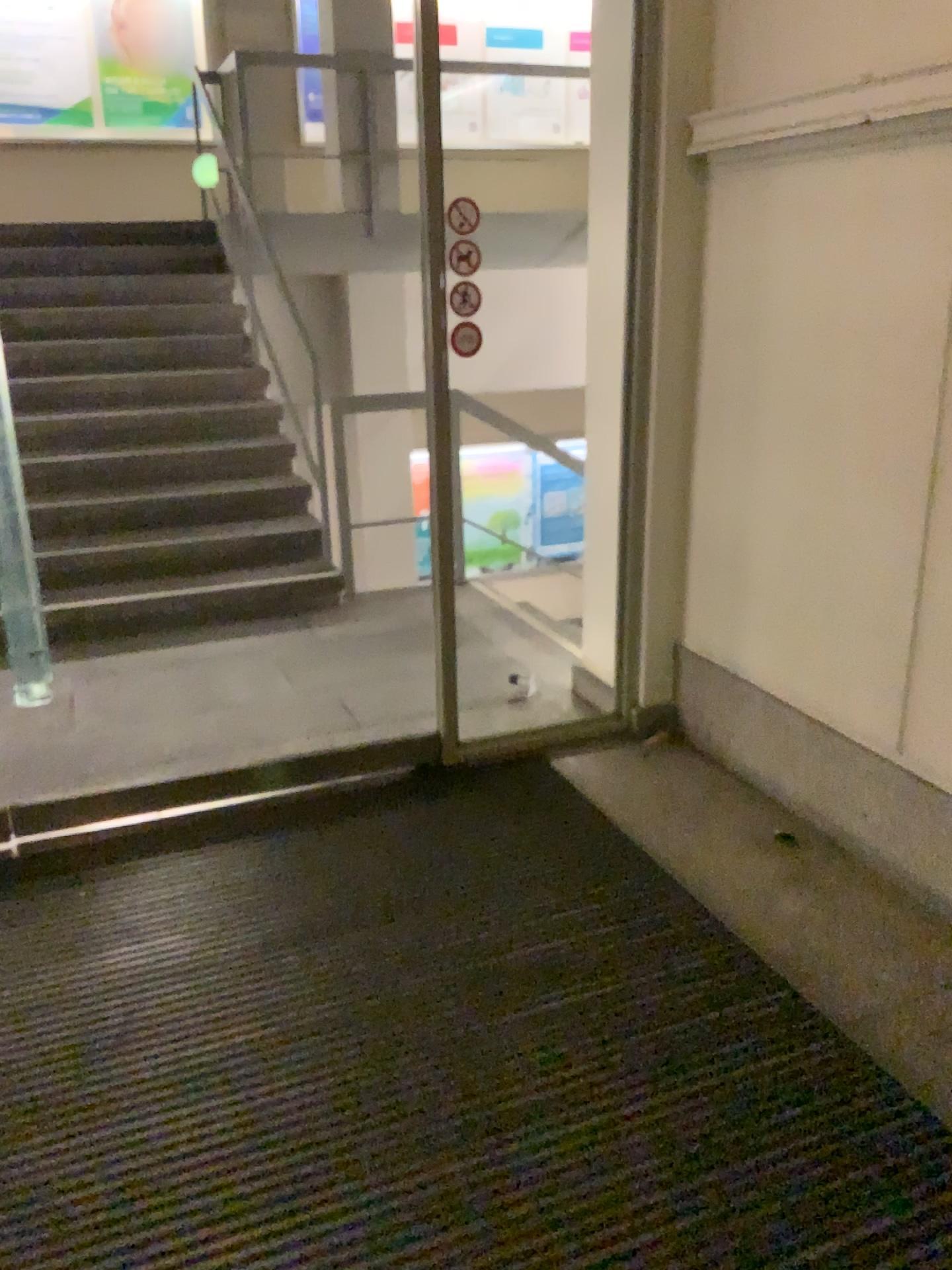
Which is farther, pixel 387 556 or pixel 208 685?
pixel 387 556
